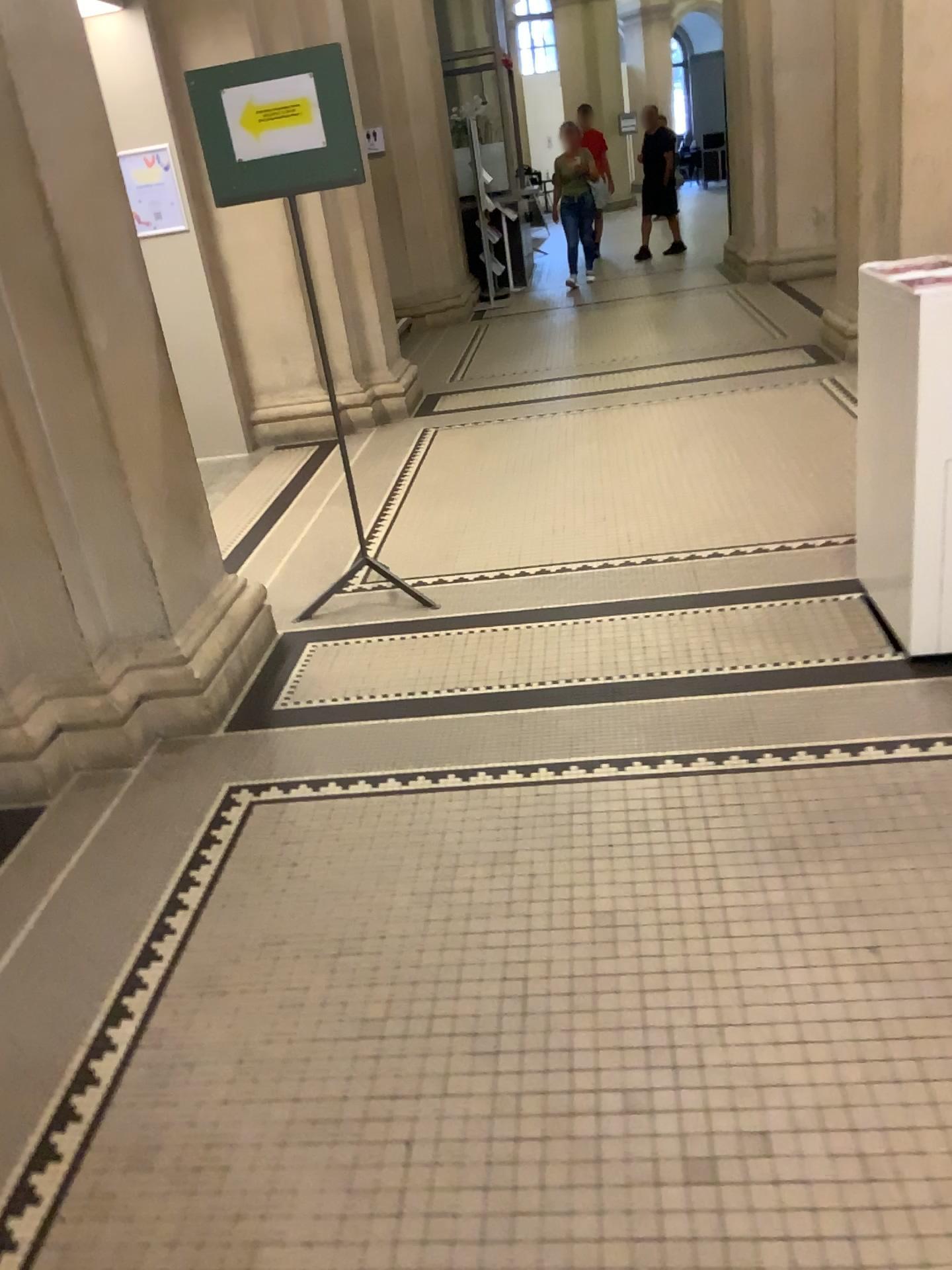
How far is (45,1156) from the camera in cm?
180

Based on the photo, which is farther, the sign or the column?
the sign

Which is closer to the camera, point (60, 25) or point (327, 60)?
point (60, 25)
